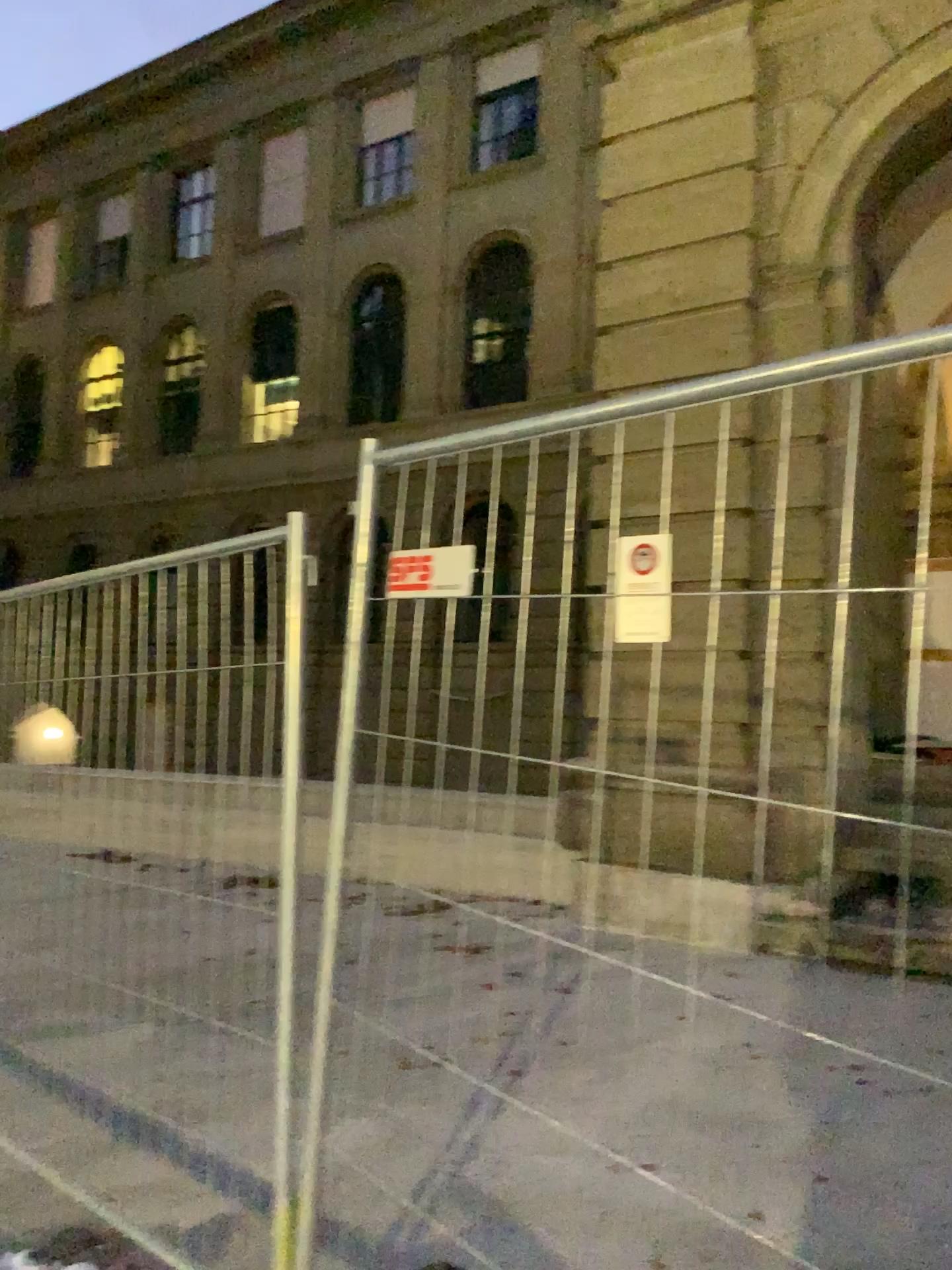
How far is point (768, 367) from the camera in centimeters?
157cm
